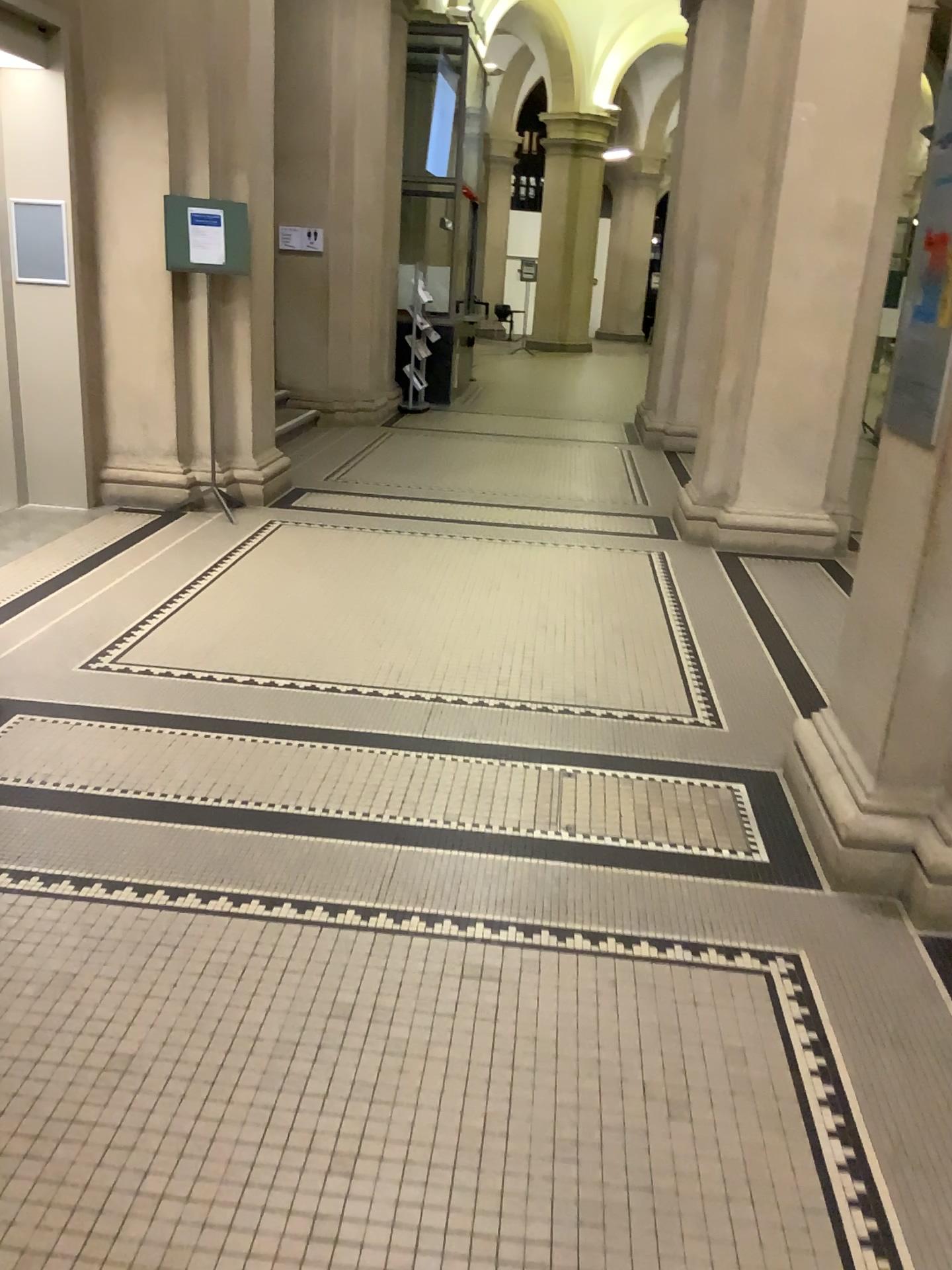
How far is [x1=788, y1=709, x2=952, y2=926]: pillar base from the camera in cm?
273

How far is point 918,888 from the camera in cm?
273

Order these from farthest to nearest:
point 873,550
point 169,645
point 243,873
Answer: point 169,645 → point 873,550 → point 243,873
